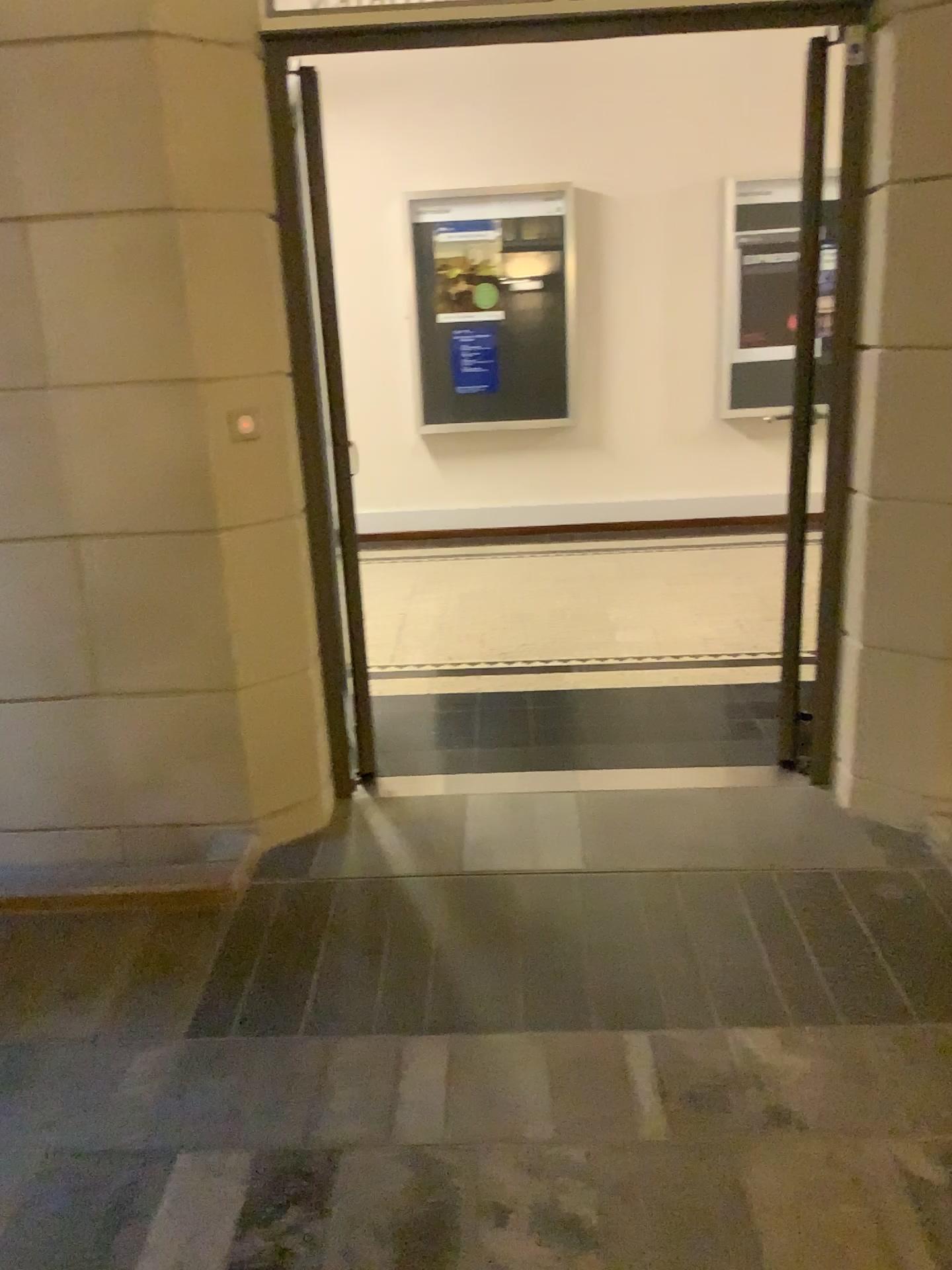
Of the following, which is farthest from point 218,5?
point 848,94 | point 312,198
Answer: point 848,94

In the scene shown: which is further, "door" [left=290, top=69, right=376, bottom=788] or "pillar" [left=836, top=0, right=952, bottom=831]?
"door" [left=290, top=69, right=376, bottom=788]

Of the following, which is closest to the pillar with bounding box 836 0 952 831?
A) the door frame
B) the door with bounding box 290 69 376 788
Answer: the door frame

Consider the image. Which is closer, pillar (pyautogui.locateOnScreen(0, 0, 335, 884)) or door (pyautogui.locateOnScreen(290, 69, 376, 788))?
pillar (pyautogui.locateOnScreen(0, 0, 335, 884))

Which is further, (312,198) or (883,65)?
(312,198)

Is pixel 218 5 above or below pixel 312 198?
above

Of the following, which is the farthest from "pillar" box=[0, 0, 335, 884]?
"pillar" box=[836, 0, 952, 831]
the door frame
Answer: "pillar" box=[836, 0, 952, 831]

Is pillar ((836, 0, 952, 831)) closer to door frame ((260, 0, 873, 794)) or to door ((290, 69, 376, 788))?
door frame ((260, 0, 873, 794))

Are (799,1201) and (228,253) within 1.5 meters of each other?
no
